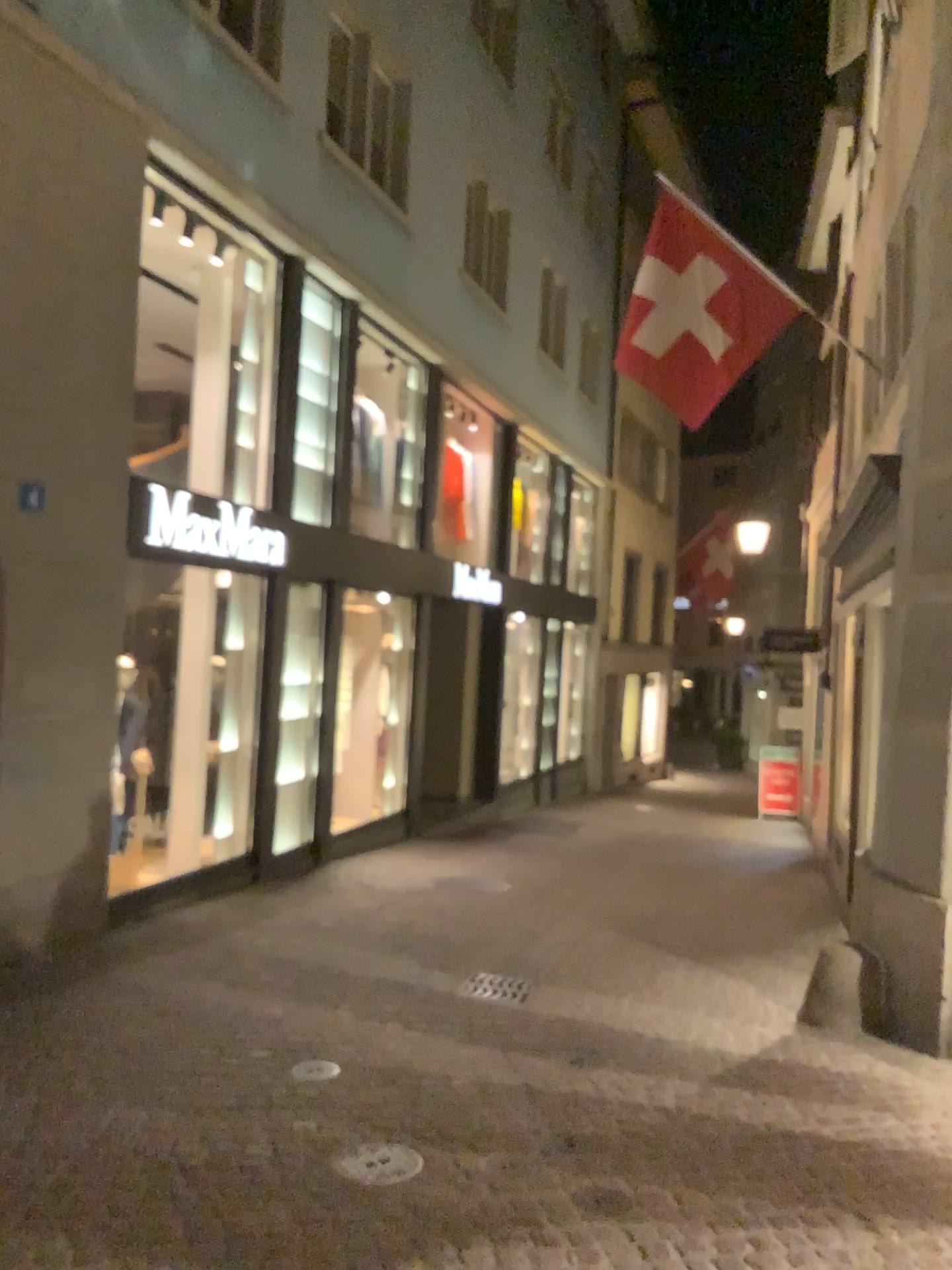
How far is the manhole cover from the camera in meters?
3.5 m

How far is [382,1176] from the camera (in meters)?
3.48

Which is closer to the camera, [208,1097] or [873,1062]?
[208,1097]
